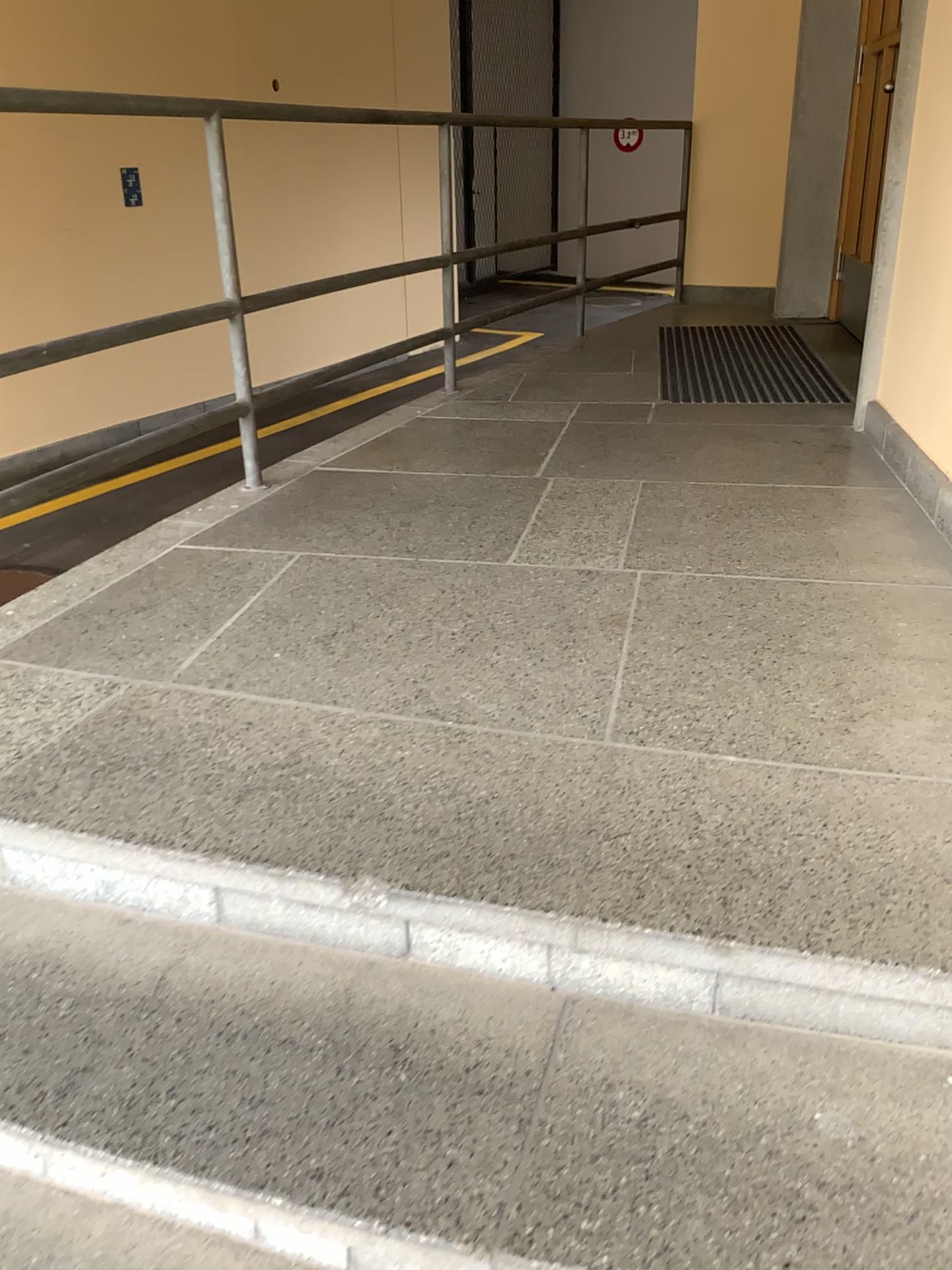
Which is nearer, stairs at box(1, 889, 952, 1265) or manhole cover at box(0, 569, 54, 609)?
stairs at box(1, 889, 952, 1265)

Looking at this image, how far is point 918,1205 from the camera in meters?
1.0 m

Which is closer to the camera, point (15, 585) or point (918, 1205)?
point (918, 1205)

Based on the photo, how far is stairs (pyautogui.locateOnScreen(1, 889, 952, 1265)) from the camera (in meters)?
1.04

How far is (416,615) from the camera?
2.0 meters
